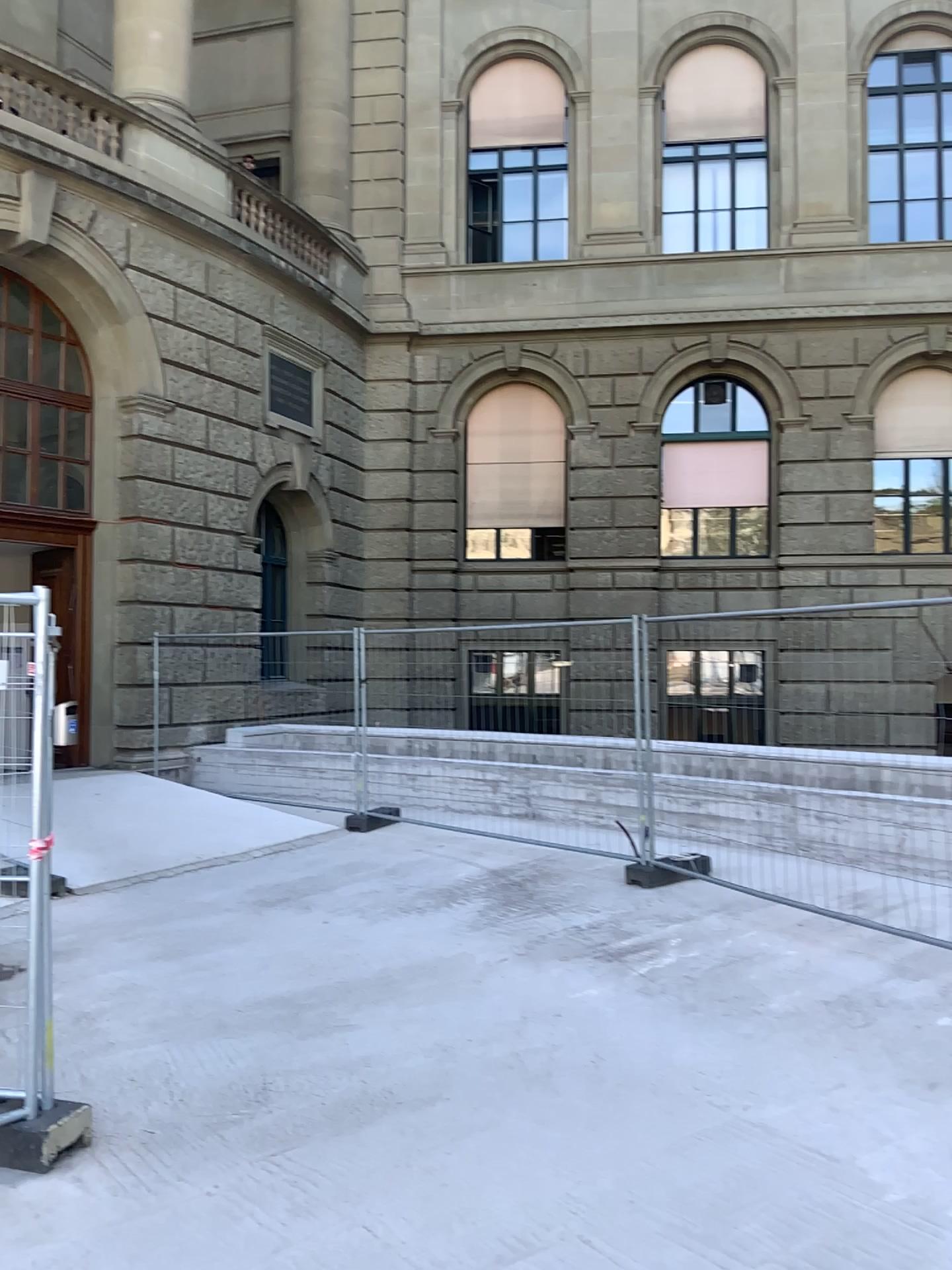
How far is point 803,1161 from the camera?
3.5m
